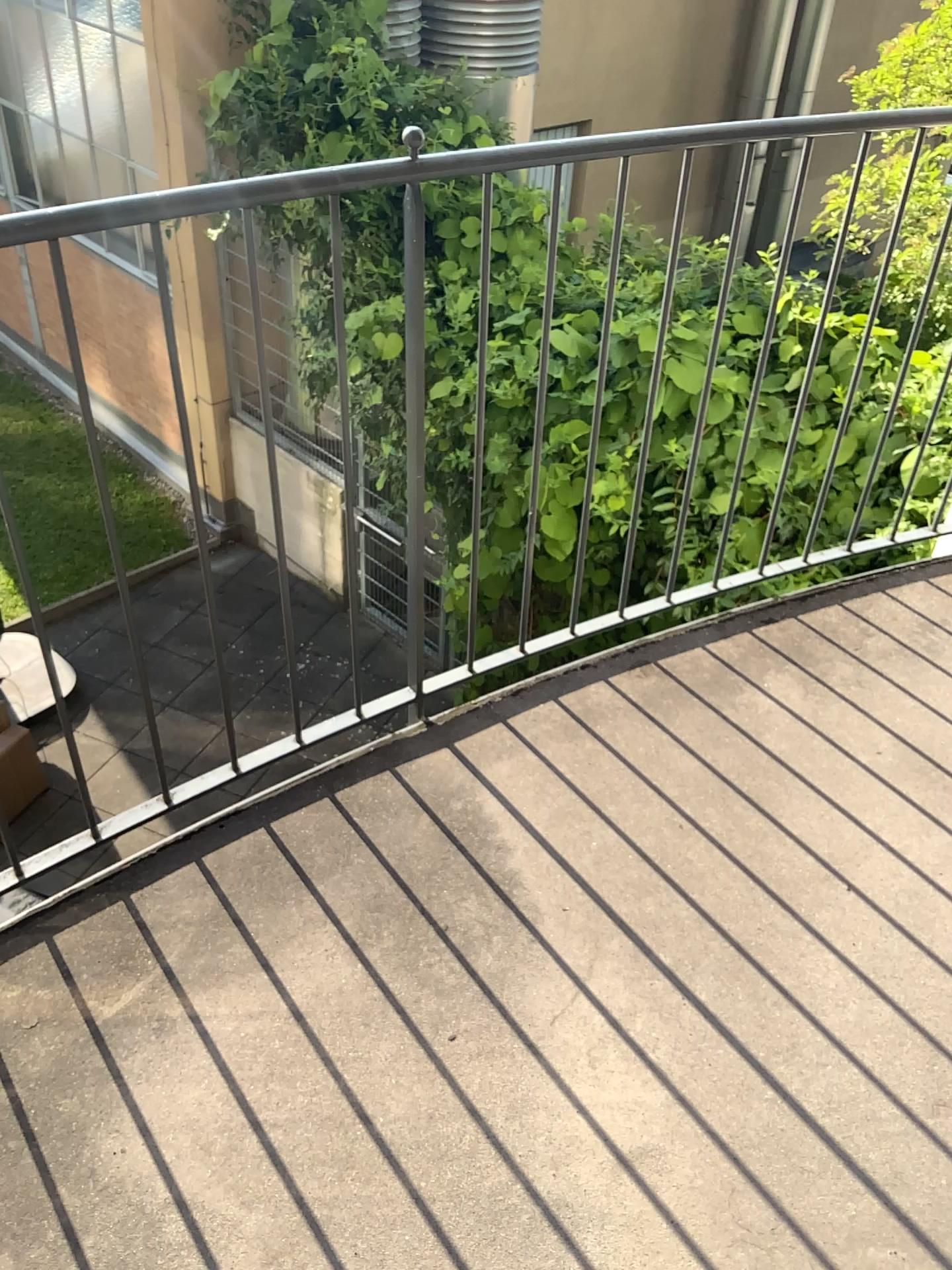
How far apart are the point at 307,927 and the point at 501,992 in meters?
0.3 m
